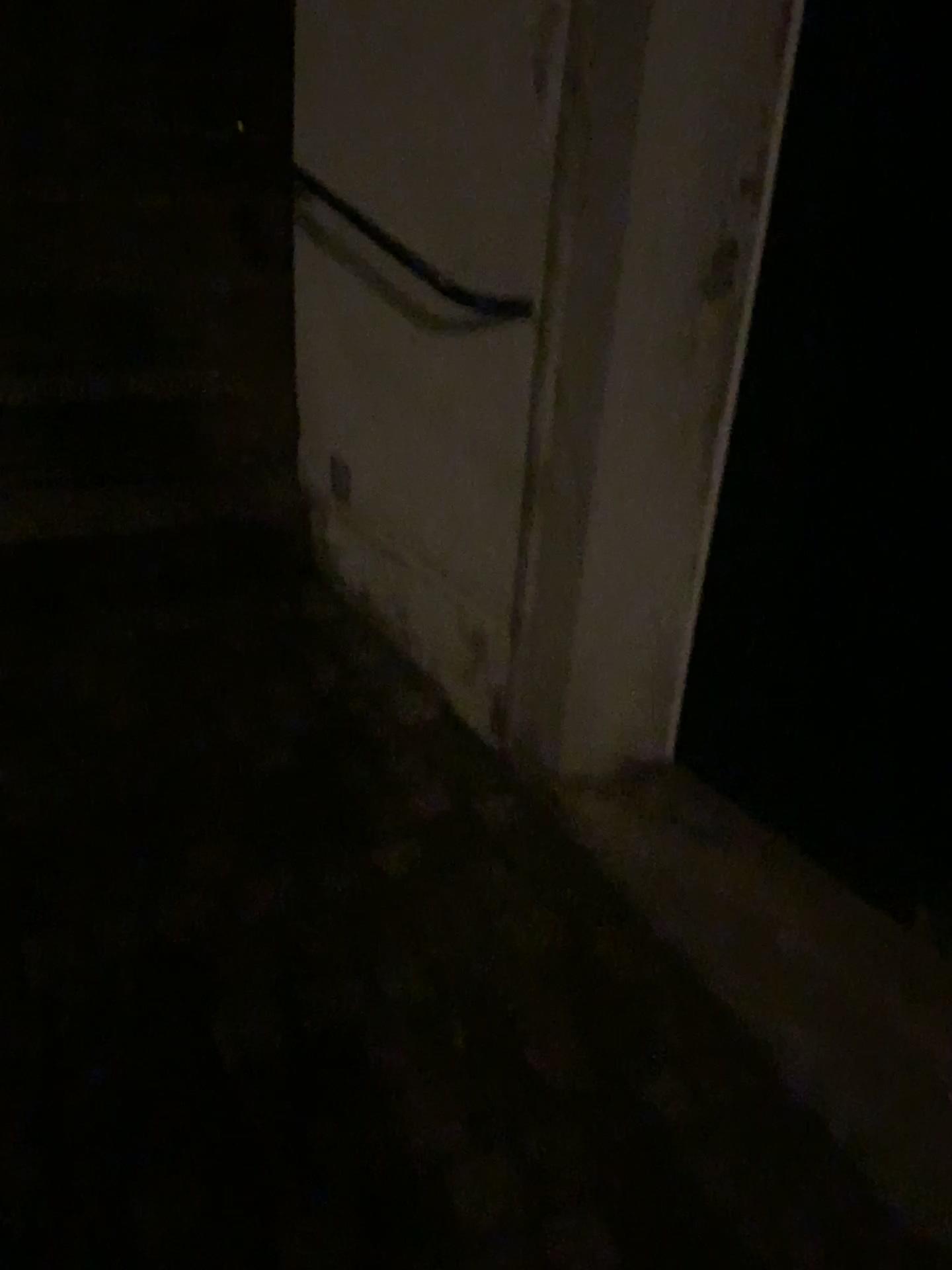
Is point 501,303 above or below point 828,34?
below

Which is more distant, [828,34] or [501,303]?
[501,303]

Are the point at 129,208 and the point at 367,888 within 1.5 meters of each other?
no

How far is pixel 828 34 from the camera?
1.3m

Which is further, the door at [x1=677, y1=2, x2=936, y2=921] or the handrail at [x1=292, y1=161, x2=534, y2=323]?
the handrail at [x1=292, y1=161, x2=534, y2=323]

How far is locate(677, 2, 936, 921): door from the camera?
1.33m
